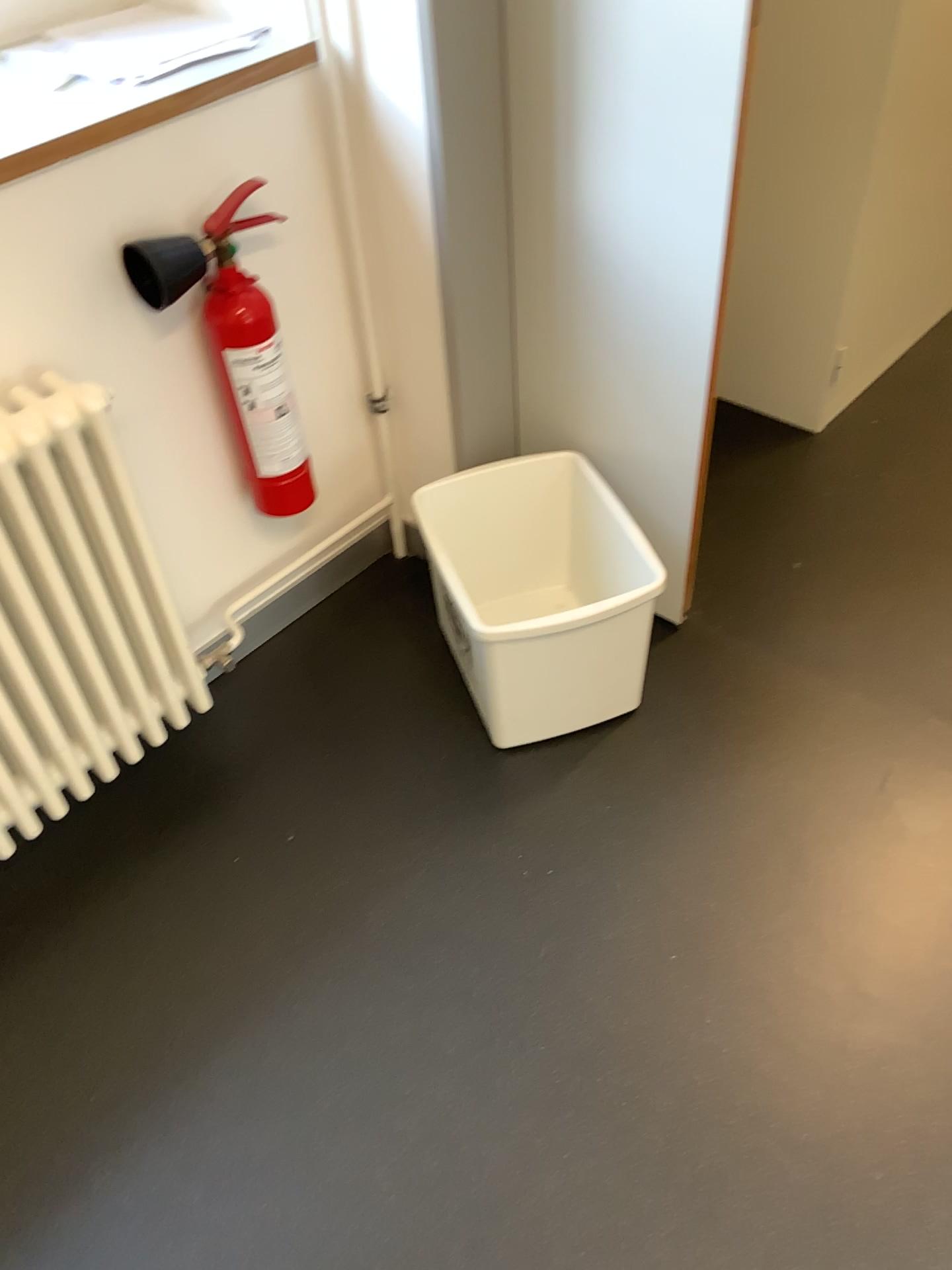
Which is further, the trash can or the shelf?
the trash can

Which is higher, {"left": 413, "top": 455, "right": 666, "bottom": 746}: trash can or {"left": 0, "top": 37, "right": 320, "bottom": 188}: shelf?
{"left": 0, "top": 37, "right": 320, "bottom": 188}: shelf

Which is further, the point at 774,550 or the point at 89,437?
the point at 774,550

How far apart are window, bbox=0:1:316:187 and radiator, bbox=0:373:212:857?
0.3 meters

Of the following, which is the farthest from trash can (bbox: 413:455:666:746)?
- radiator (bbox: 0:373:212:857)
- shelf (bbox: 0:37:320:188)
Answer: shelf (bbox: 0:37:320:188)

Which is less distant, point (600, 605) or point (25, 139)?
point (25, 139)

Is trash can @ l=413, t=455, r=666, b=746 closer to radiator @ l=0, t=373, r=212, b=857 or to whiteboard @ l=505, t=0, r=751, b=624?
whiteboard @ l=505, t=0, r=751, b=624

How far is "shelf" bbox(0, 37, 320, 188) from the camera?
1.4 meters

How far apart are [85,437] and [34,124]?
0.42m

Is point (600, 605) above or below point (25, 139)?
below
